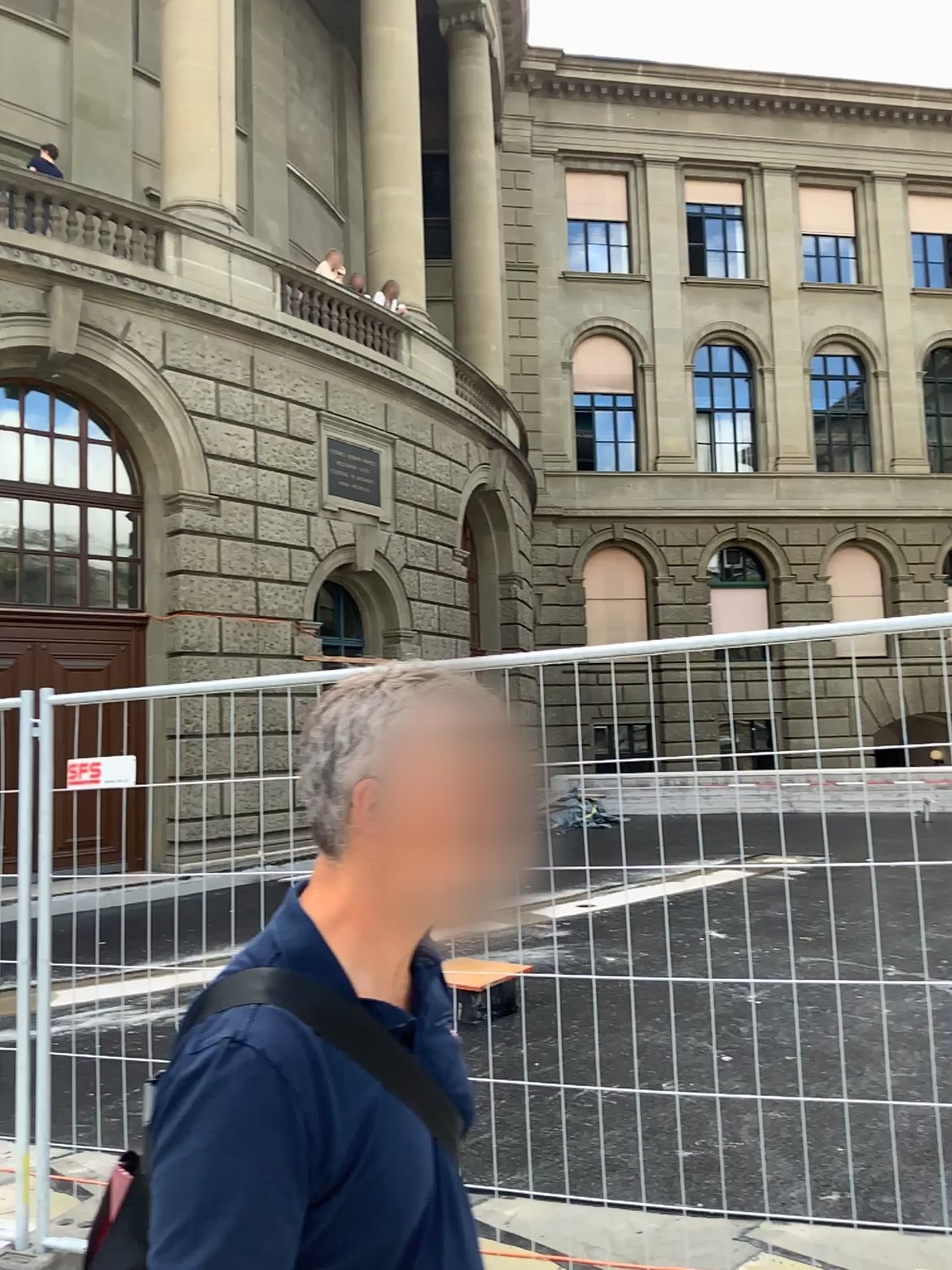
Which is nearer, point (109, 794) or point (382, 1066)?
point (382, 1066)

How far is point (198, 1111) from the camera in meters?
0.9

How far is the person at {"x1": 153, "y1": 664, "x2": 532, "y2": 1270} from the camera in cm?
90
